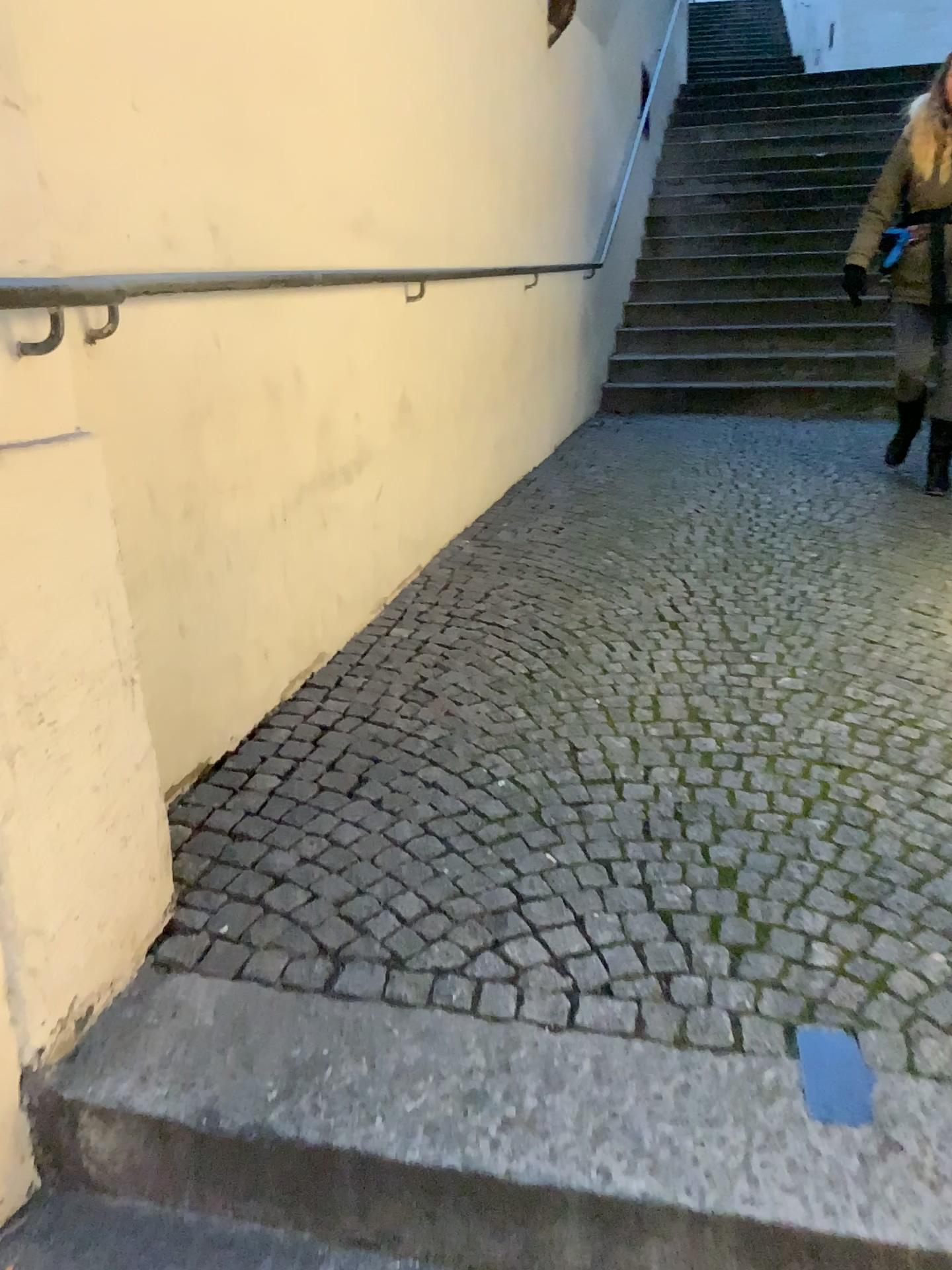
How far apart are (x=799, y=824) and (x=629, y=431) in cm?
404
